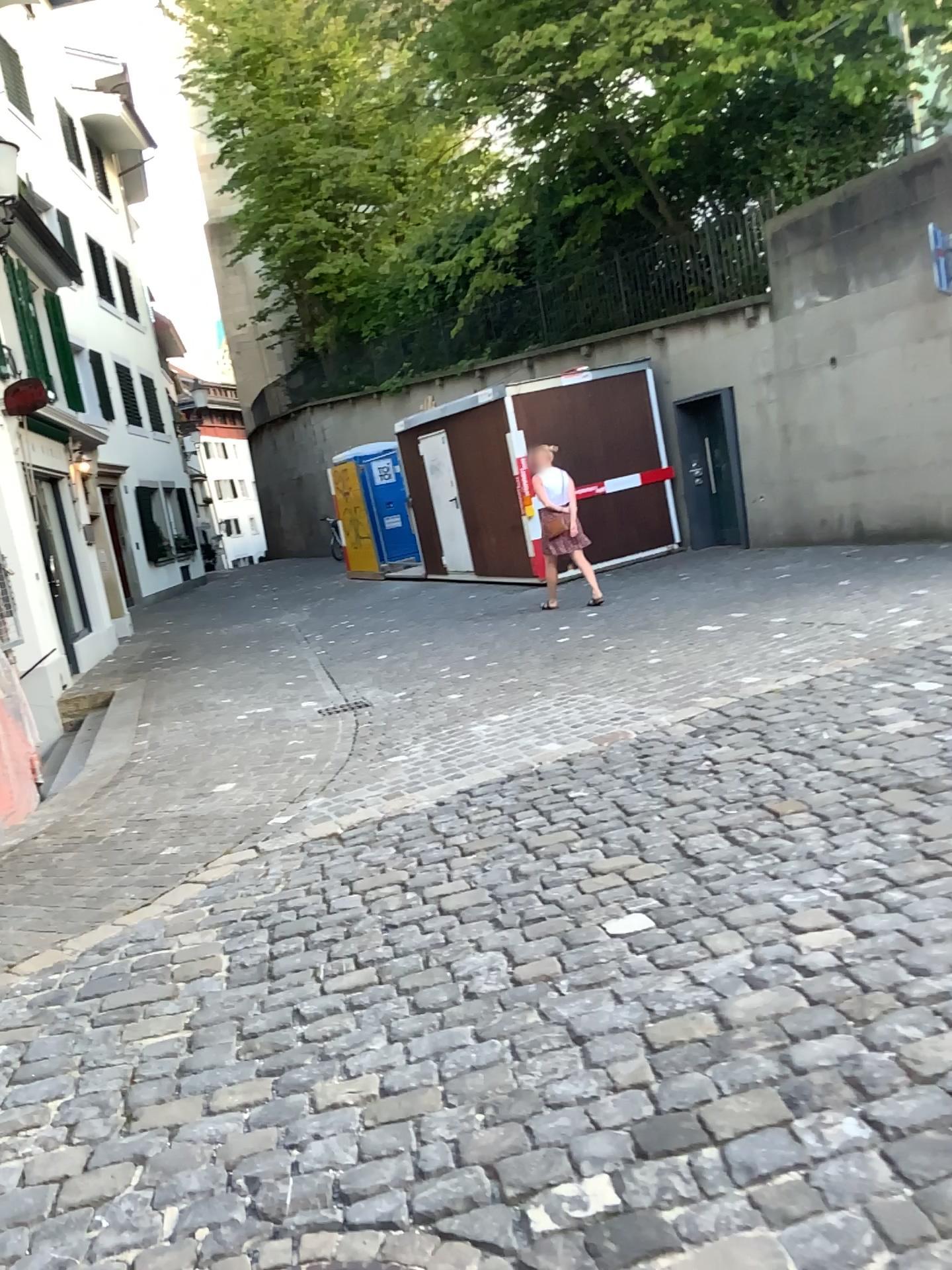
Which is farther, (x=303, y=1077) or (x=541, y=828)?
(x=541, y=828)
